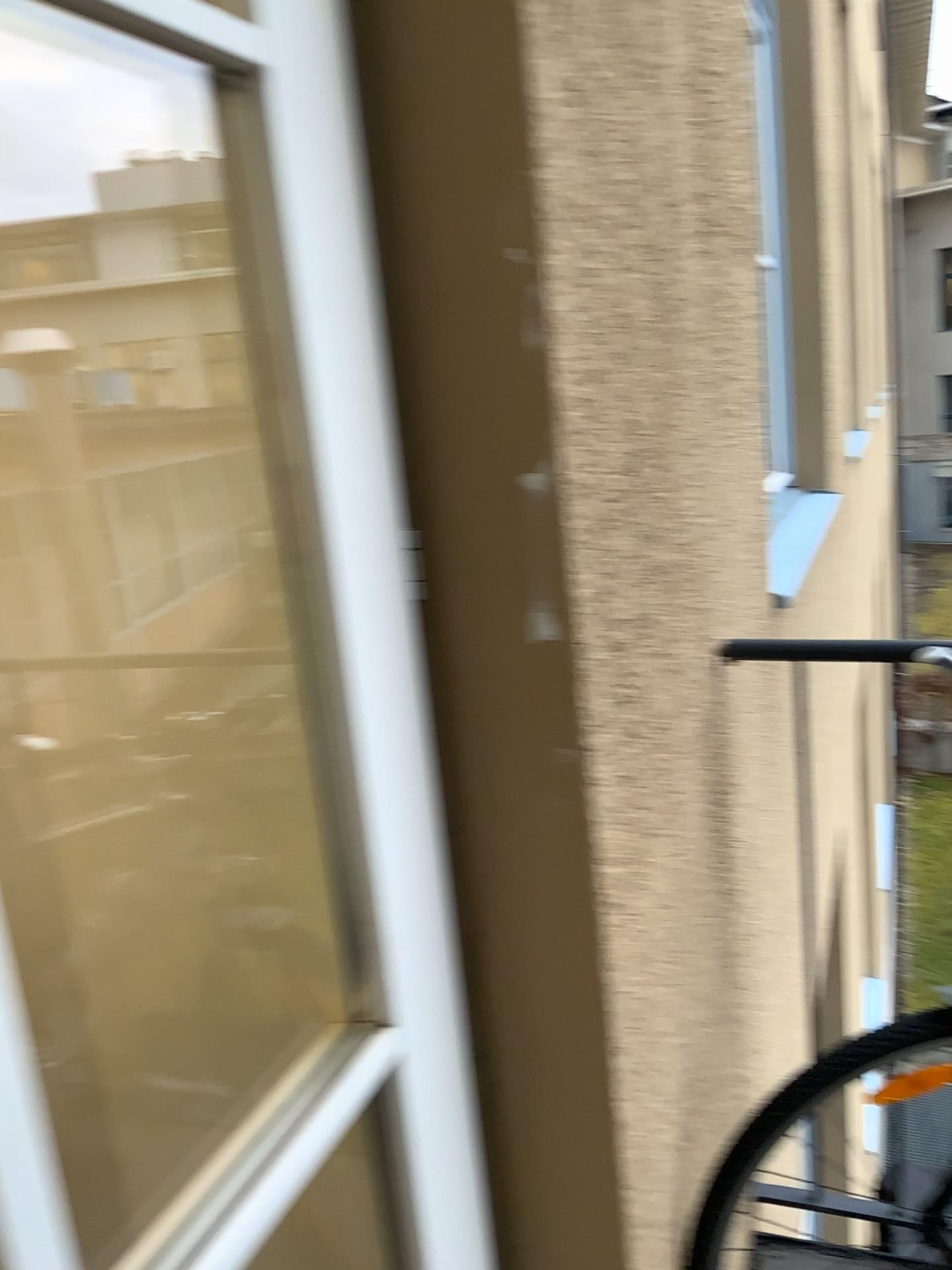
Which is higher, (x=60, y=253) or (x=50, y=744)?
(x=60, y=253)

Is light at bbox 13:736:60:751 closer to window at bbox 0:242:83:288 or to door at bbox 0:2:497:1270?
door at bbox 0:2:497:1270

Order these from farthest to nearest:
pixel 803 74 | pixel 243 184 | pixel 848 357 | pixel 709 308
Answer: pixel 848 357 → pixel 803 74 → pixel 709 308 → pixel 243 184

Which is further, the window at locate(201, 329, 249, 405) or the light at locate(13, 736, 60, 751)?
the light at locate(13, 736, 60, 751)

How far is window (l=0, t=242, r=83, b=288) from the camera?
1.2m

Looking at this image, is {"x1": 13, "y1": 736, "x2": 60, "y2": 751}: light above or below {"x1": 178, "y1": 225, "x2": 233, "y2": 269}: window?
below

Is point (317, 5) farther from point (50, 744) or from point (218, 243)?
point (50, 744)

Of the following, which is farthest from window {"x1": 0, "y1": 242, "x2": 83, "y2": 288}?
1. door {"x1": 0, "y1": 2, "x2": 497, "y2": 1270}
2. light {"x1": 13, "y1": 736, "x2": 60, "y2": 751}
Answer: light {"x1": 13, "y1": 736, "x2": 60, "y2": 751}

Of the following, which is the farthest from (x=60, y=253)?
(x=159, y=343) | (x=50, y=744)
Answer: (x=50, y=744)

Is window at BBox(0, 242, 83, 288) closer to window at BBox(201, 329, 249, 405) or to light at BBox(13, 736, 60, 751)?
window at BBox(201, 329, 249, 405)
